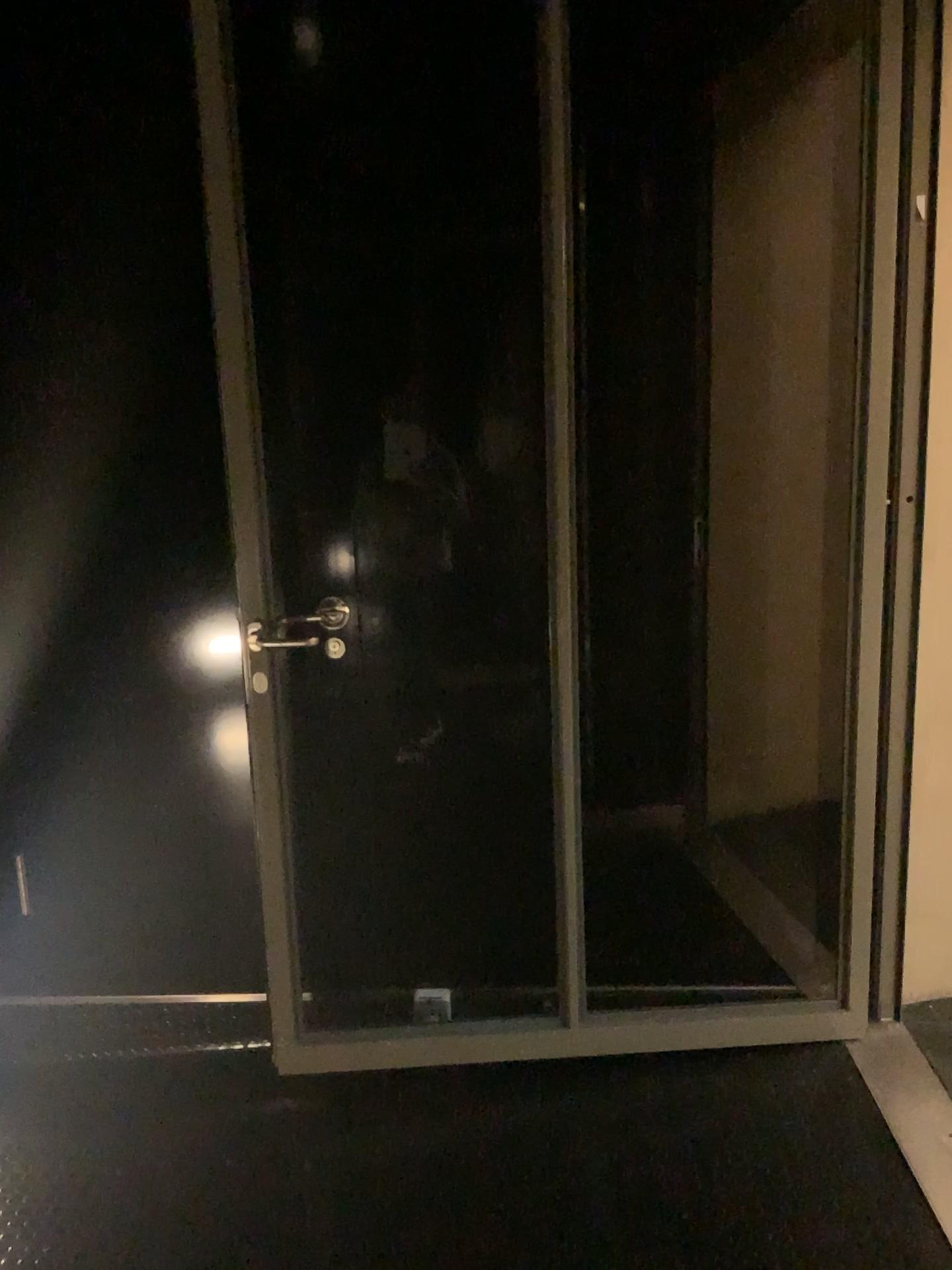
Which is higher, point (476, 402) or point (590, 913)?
point (476, 402)

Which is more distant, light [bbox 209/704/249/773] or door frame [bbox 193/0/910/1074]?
light [bbox 209/704/249/773]

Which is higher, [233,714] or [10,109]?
[10,109]

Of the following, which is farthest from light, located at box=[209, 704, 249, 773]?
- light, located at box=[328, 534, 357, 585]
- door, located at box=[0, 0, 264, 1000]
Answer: light, located at box=[328, 534, 357, 585]

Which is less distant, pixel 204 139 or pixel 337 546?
pixel 204 139

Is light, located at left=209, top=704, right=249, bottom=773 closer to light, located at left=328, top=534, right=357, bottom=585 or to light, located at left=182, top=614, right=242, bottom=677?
light, located at left=182, top=614, right=242, bottom=677

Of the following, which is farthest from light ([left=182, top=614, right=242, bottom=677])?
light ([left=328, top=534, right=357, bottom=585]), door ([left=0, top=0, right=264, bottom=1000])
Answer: light ([left=328, top=534, right=357, bottom=585])

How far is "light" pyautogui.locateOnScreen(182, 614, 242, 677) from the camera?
2.5 meters

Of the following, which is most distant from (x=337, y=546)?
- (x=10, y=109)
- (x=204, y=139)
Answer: (x=10, y=109)

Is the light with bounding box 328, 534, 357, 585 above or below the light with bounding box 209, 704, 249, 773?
above
